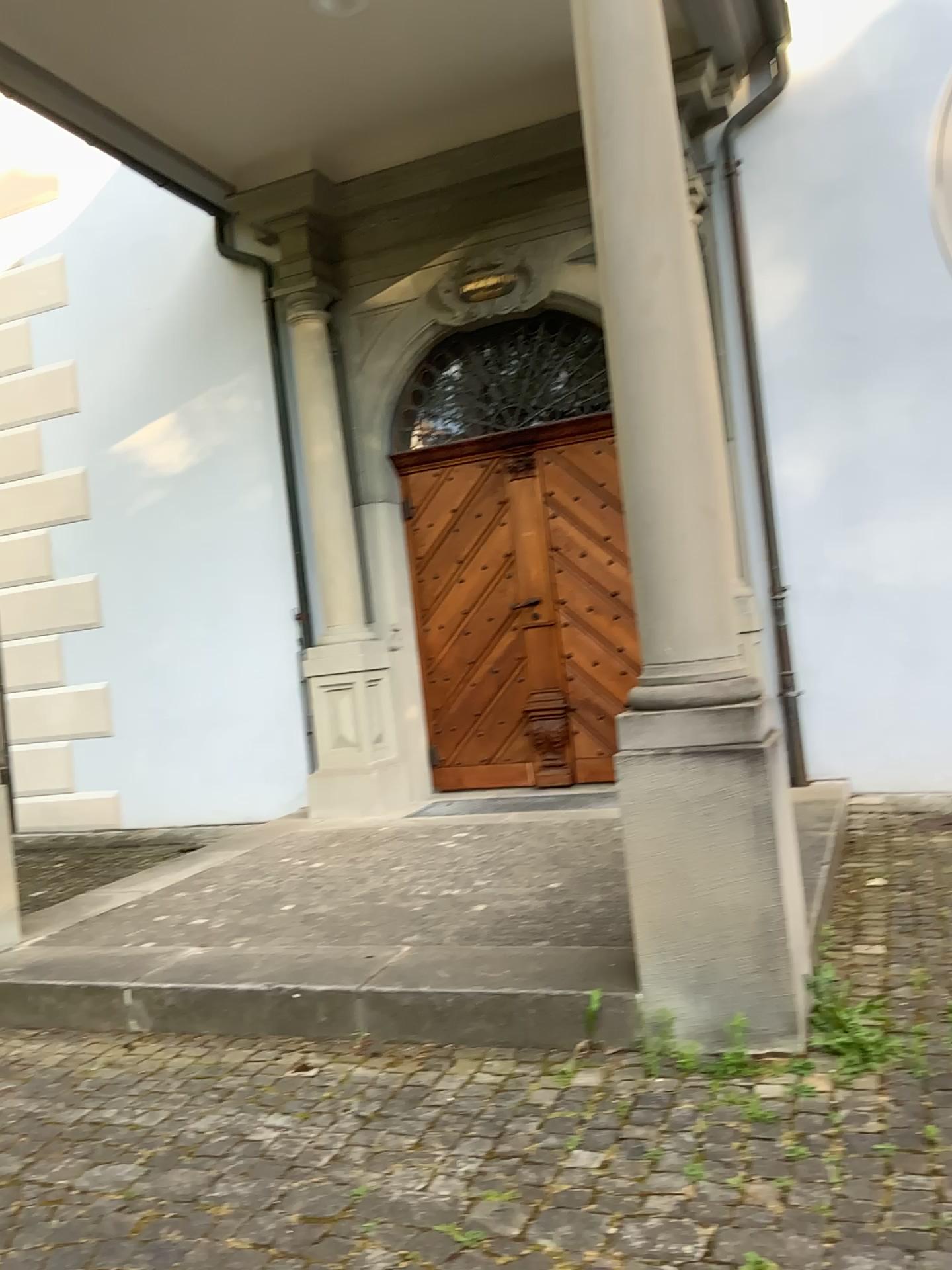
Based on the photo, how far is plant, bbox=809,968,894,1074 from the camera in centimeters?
273cm

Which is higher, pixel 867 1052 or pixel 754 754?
pixel 754 754

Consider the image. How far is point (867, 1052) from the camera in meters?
2.7 m

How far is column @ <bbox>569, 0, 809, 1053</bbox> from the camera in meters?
2.8 m

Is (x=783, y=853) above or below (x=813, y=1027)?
above

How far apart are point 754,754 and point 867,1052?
0.8m
